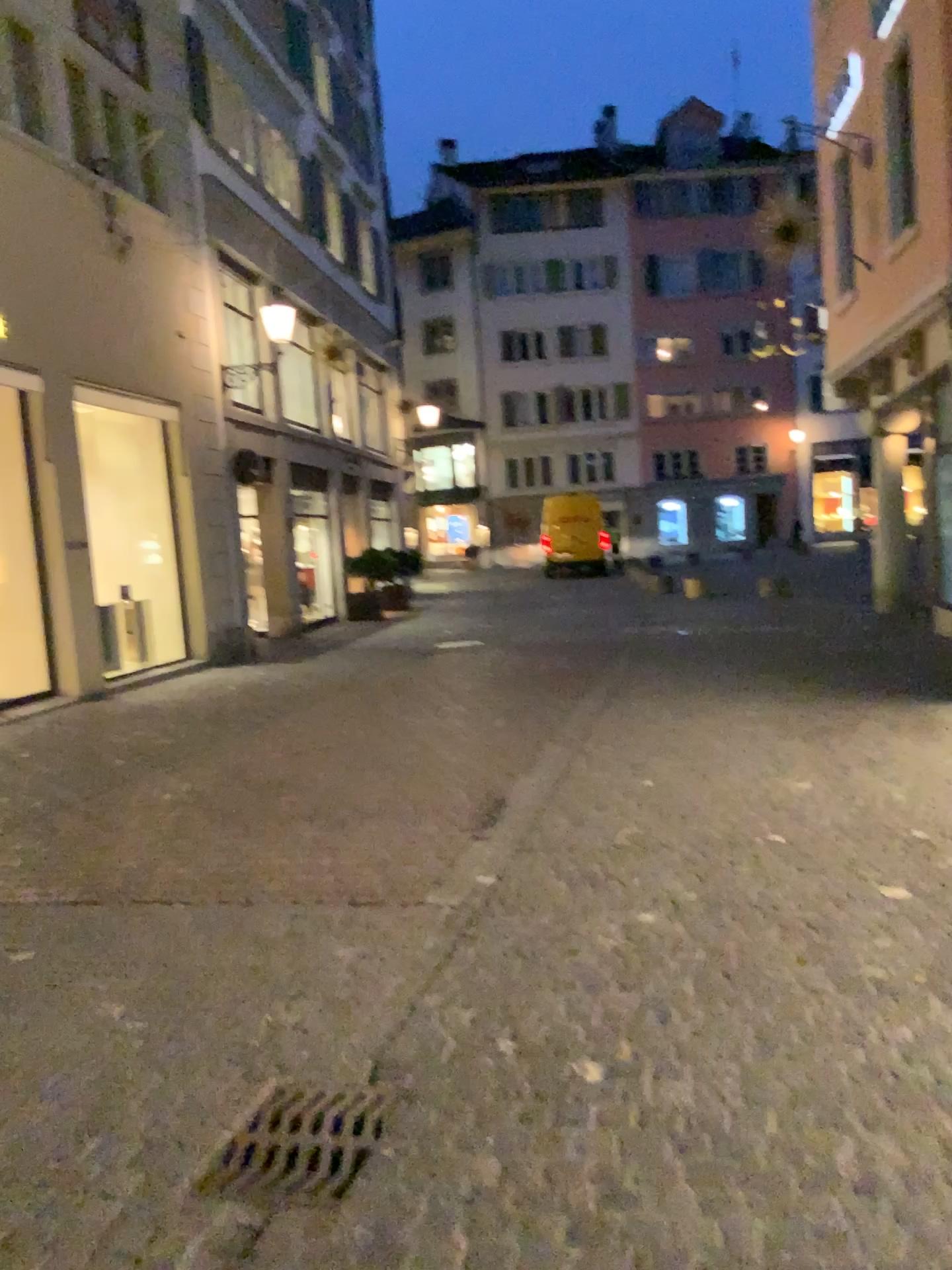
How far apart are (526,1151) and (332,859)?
2.4 meters

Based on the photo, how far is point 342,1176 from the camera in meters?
2.3

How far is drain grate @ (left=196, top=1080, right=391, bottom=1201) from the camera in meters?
2.3 m
